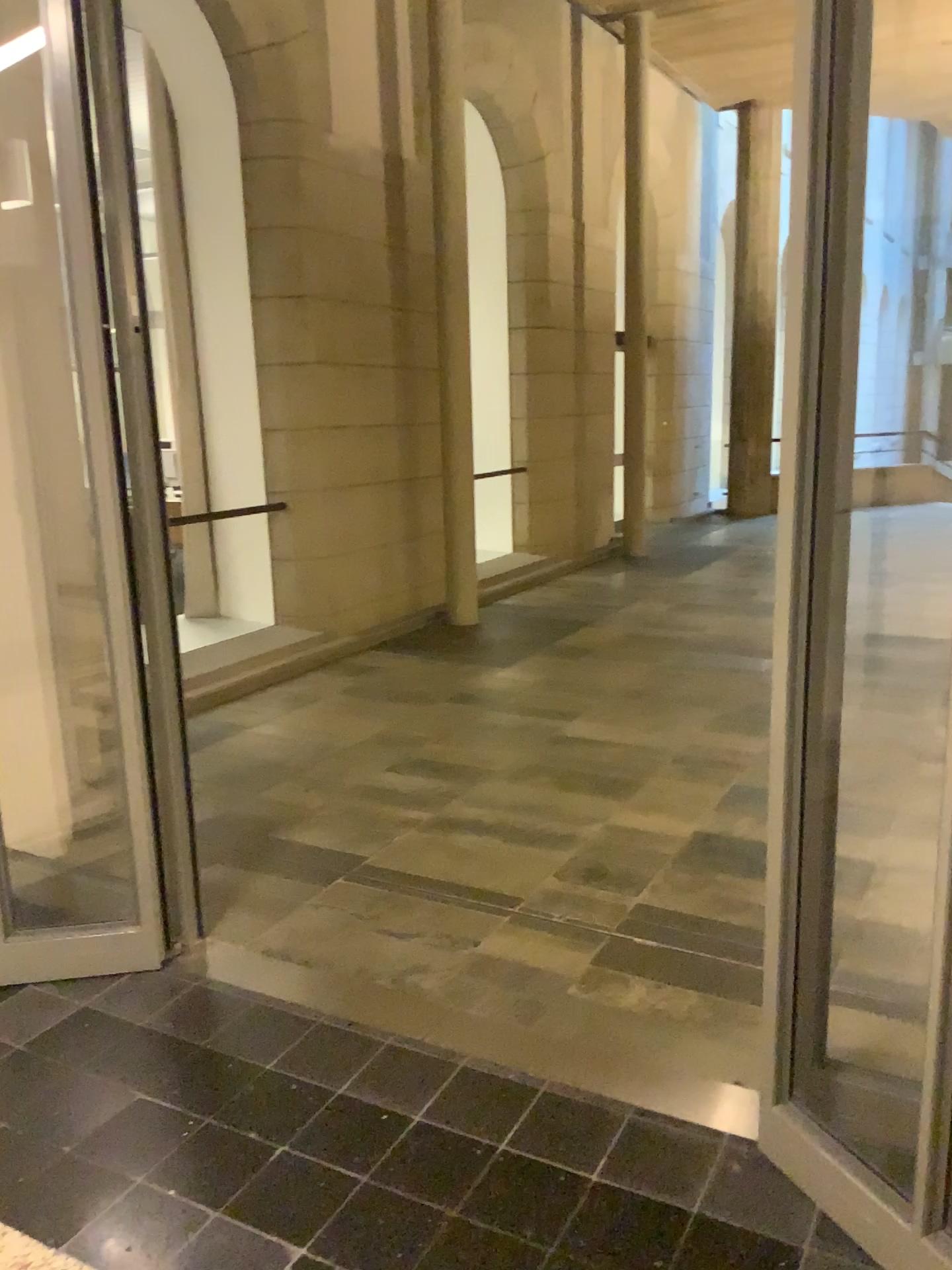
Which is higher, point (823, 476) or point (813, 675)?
point (823, 476)
